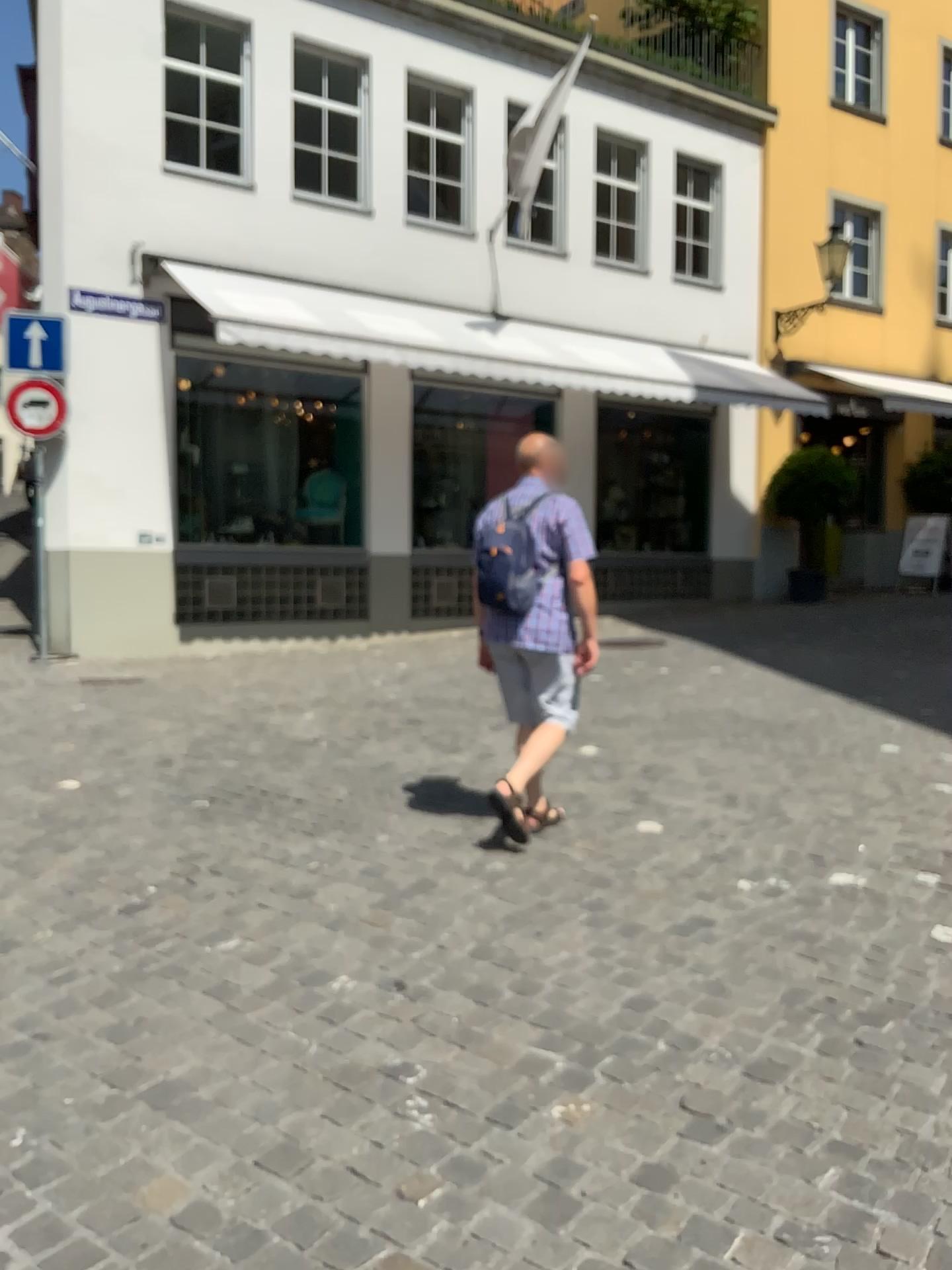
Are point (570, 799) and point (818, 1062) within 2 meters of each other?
no
